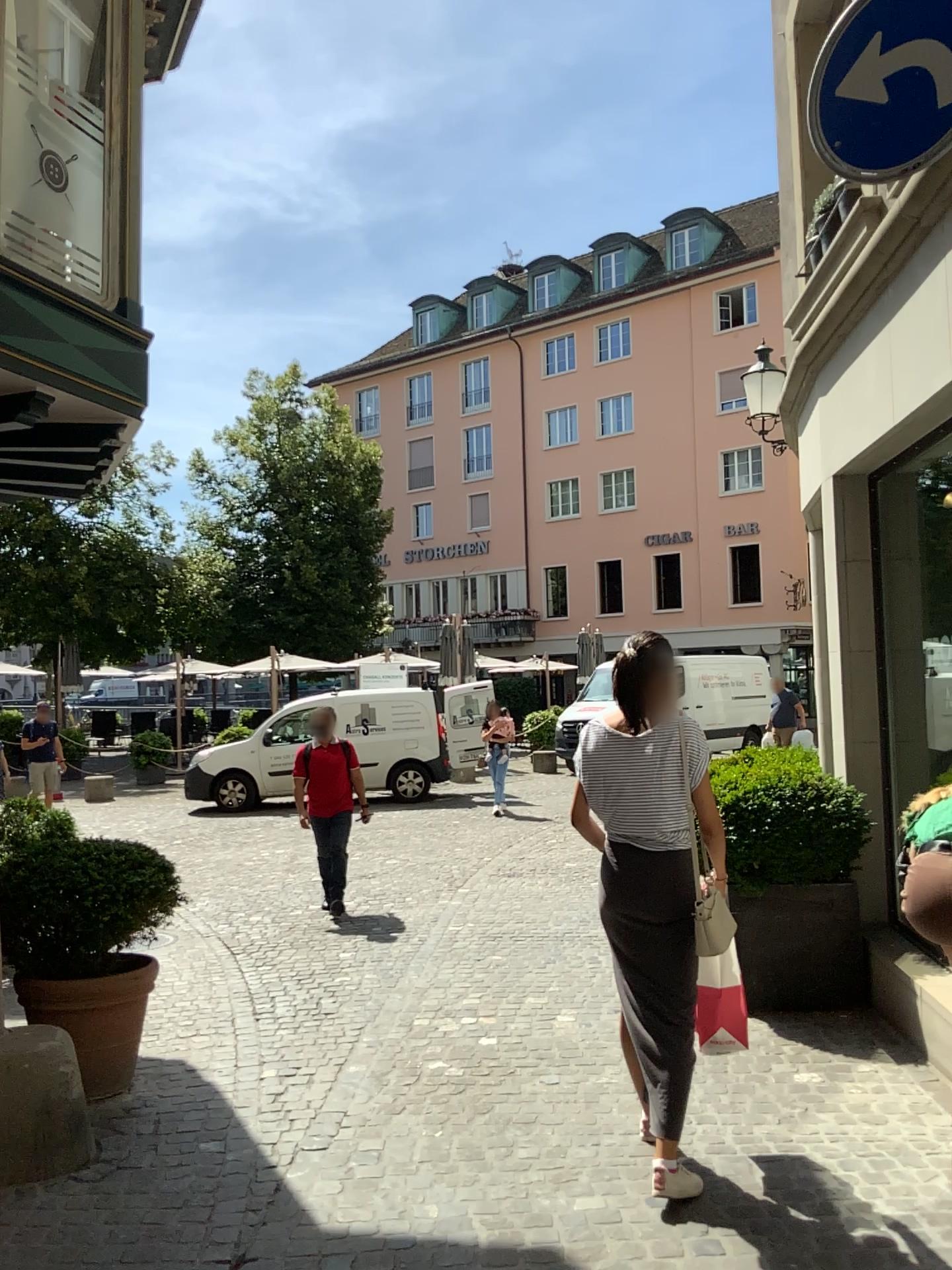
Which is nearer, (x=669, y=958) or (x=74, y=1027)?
(x=669, y=958)

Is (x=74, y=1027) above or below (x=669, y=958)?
below

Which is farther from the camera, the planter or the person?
the planter

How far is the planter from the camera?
4.05m

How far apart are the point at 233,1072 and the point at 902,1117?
2.64m

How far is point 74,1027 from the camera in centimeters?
405cm
